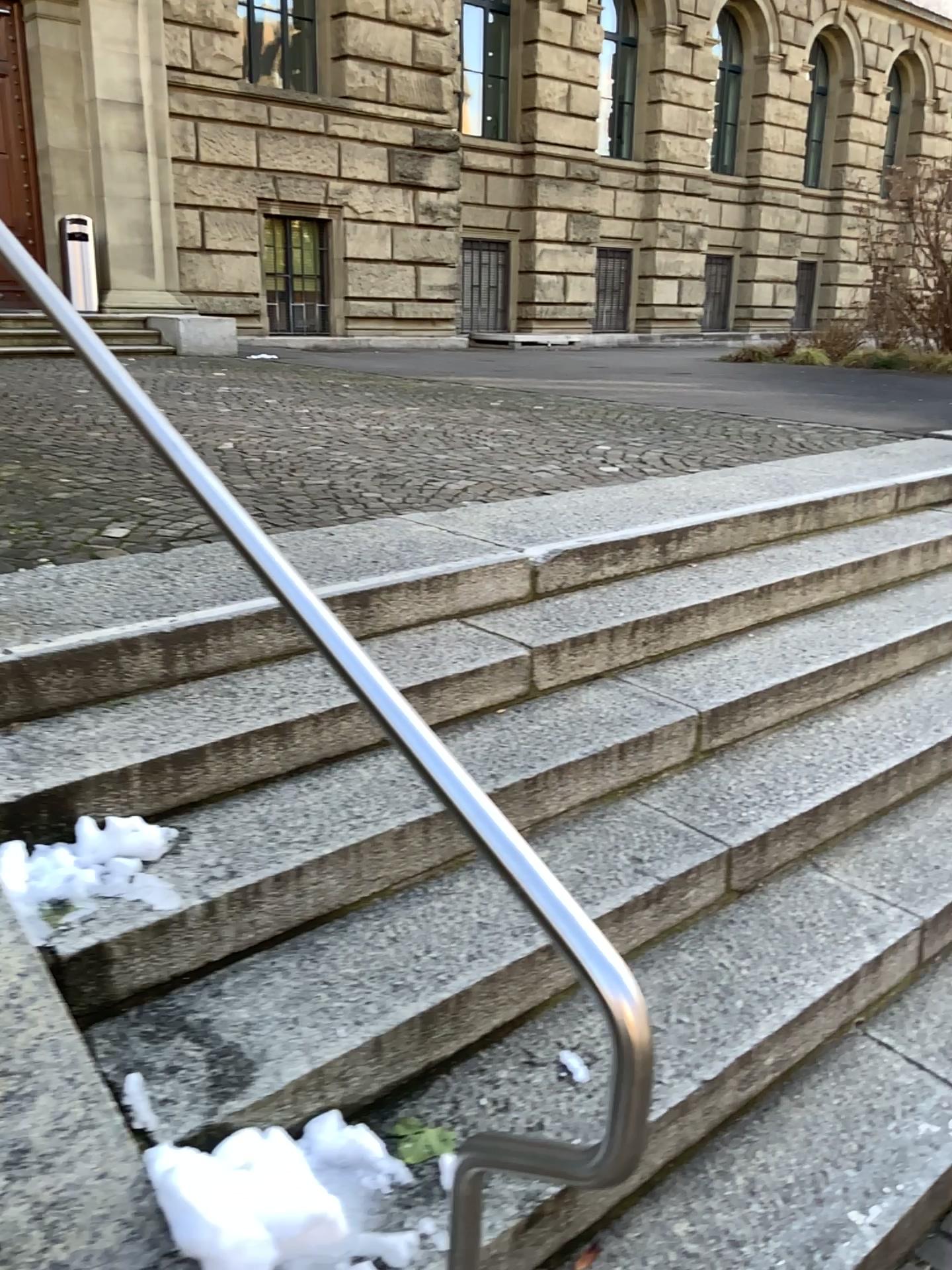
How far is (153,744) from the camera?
2.2 meters
